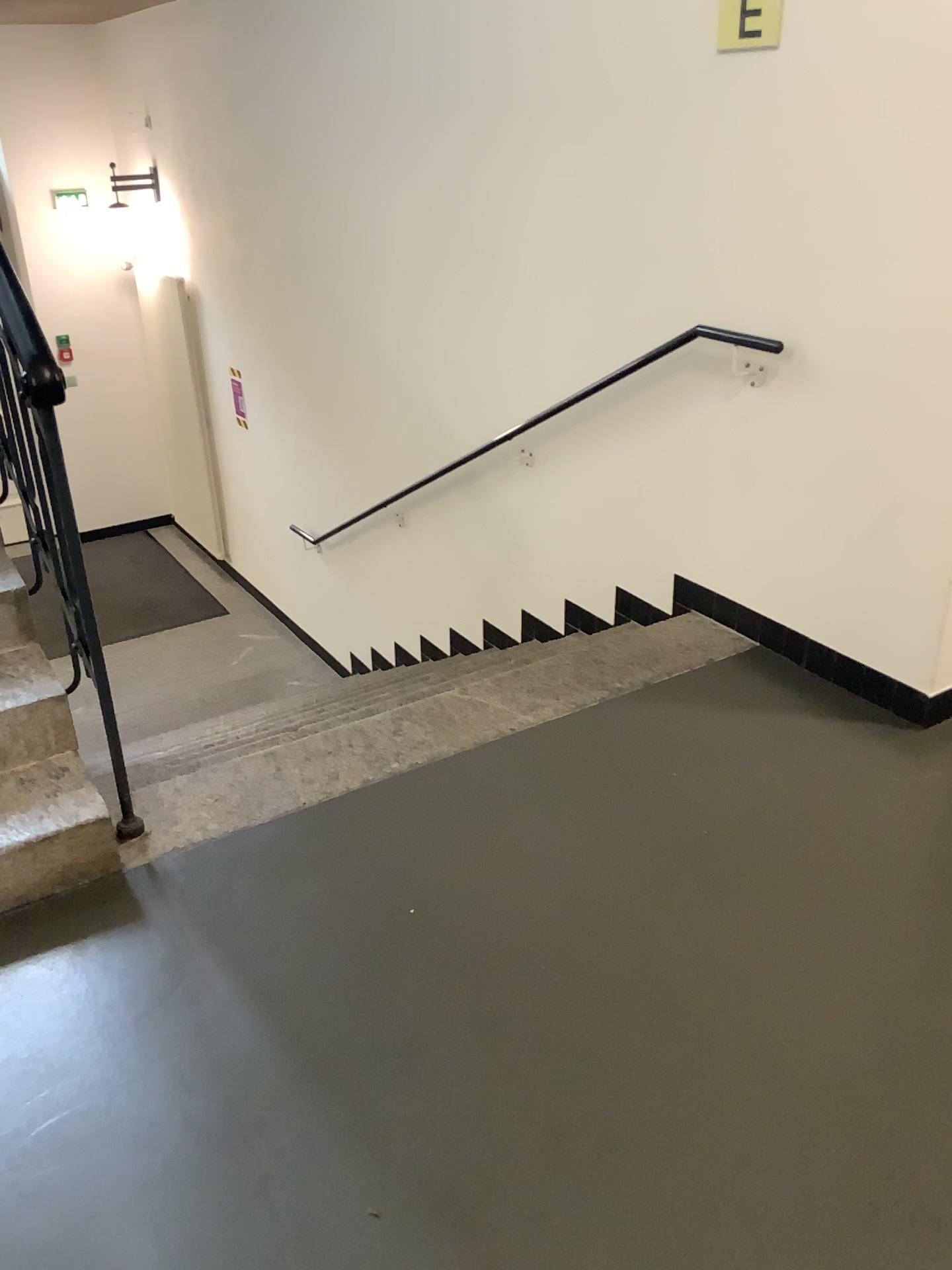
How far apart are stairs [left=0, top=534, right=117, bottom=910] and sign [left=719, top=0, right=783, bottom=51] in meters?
2.3 m

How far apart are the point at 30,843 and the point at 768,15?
2.59m

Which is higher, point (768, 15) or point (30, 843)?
point (768, 15)

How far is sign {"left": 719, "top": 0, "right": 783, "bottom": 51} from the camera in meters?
2.6 m

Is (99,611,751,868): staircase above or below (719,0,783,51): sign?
below

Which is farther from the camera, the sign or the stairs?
the sign

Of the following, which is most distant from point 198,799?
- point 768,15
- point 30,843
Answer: point 768,15

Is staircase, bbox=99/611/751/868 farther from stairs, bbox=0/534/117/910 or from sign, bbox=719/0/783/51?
Answer: sign, bbox=719/0/783/51

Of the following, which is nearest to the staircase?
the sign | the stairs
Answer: the stairs

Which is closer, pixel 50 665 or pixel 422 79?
pixel 50 665
